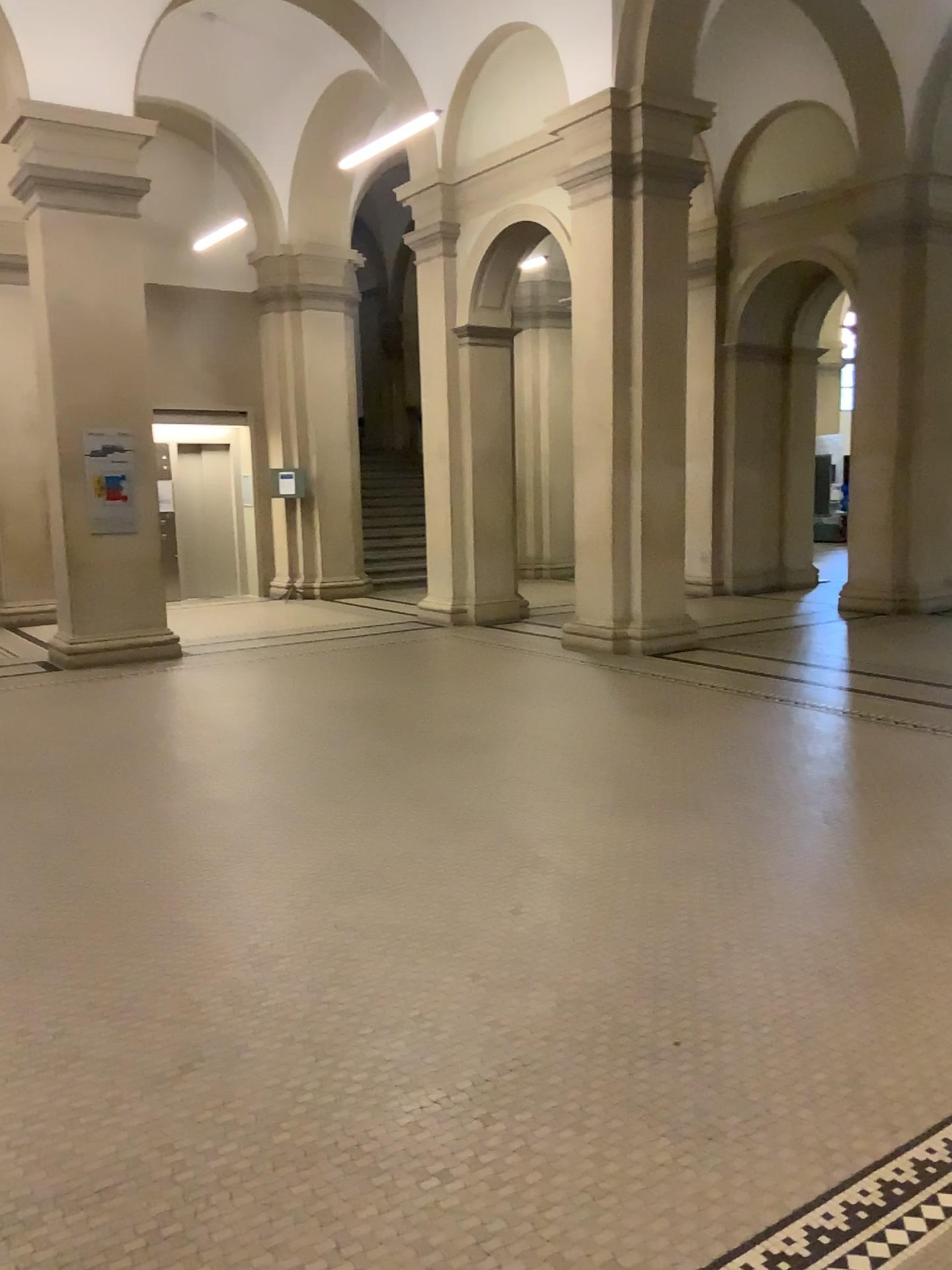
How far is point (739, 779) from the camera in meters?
5.2
